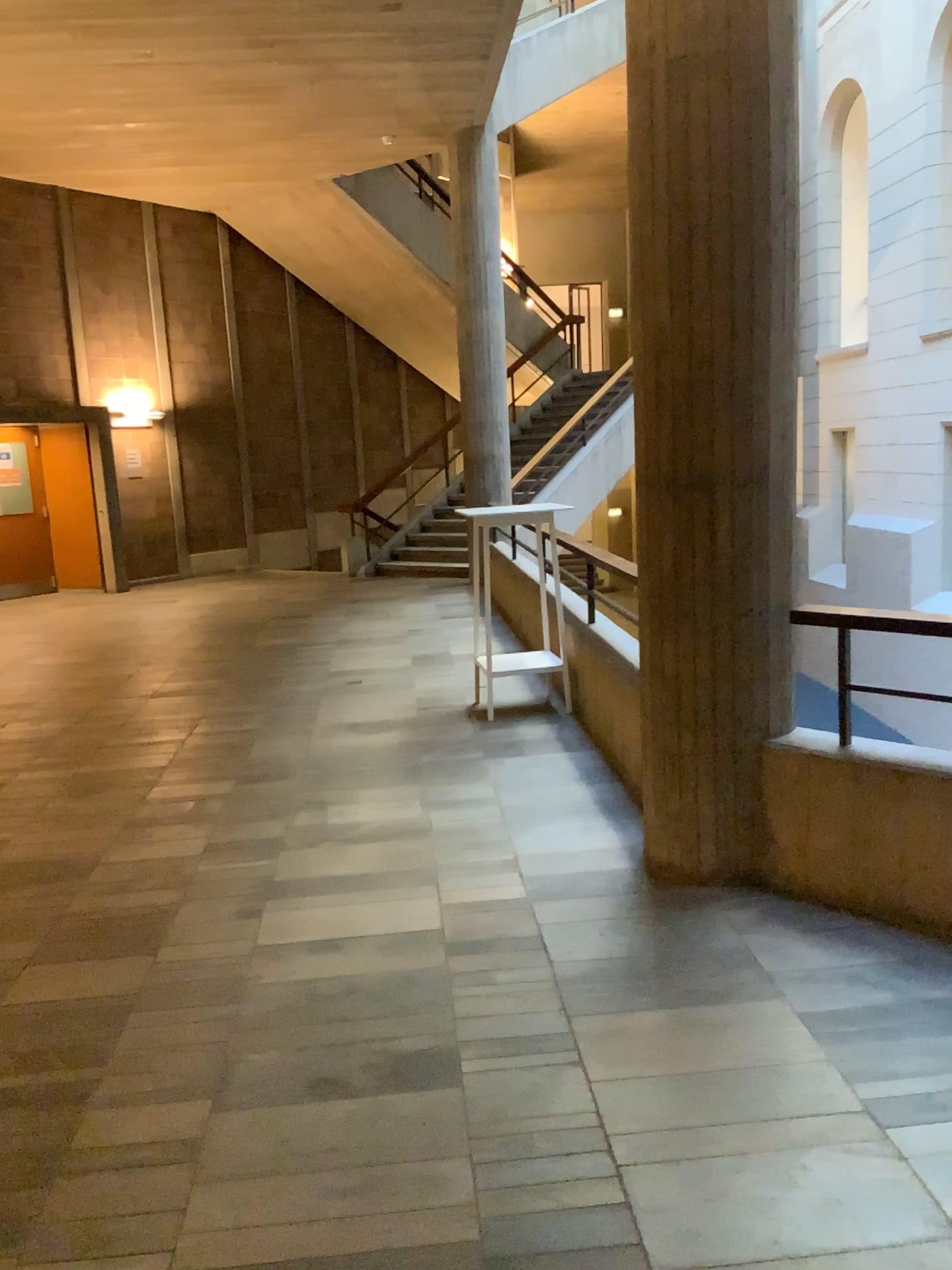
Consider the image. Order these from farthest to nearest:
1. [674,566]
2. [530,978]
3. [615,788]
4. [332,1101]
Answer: [615,788], [674,566], [530,978], [332,1101]
